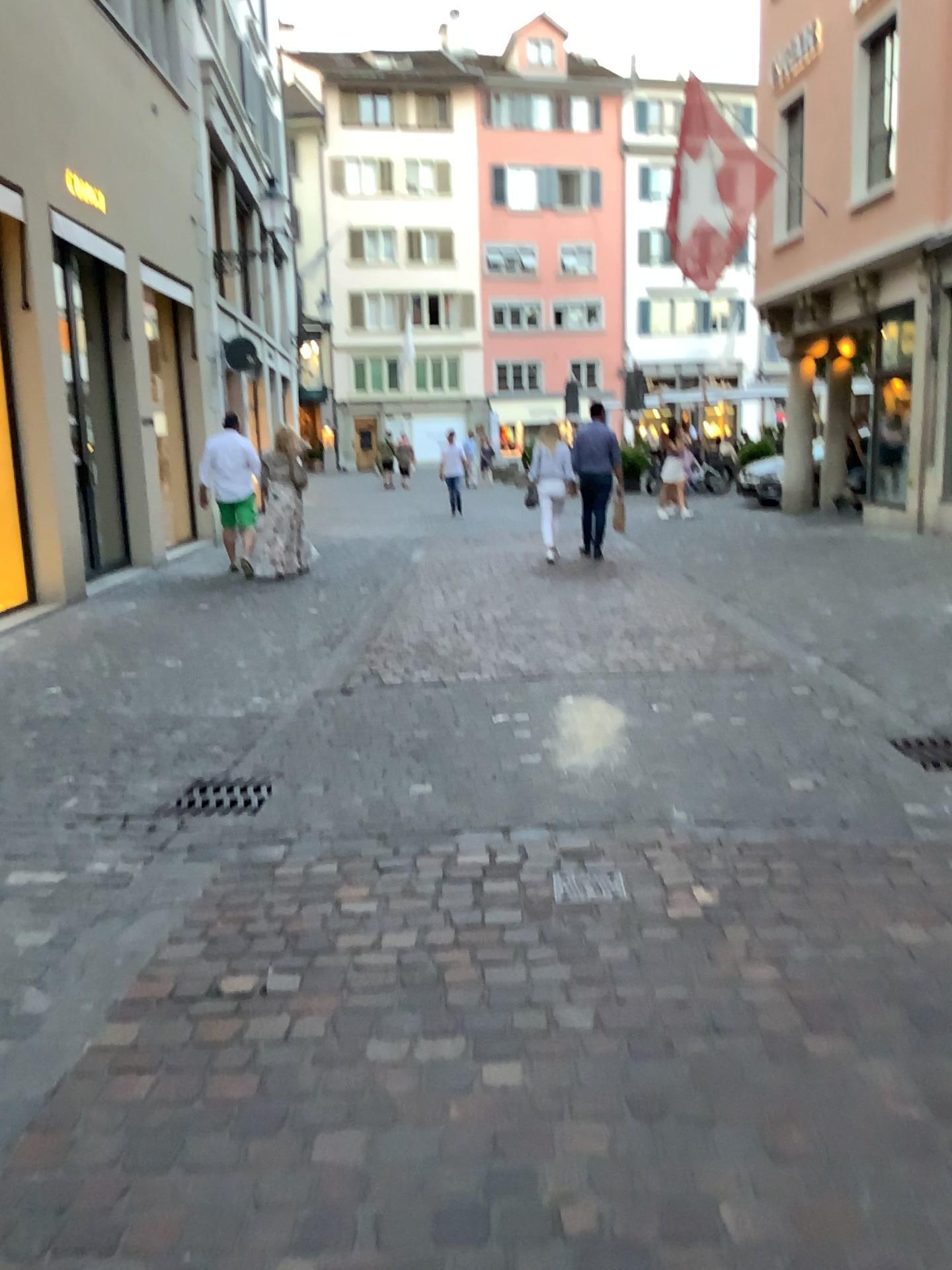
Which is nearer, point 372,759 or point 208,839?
point 208,839

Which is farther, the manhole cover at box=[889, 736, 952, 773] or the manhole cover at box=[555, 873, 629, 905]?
the manhole cover at box=[889, 736, 952, 773]

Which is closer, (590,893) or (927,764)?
(590,893)

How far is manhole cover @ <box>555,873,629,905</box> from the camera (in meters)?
3.12

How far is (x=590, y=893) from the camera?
3.1m
